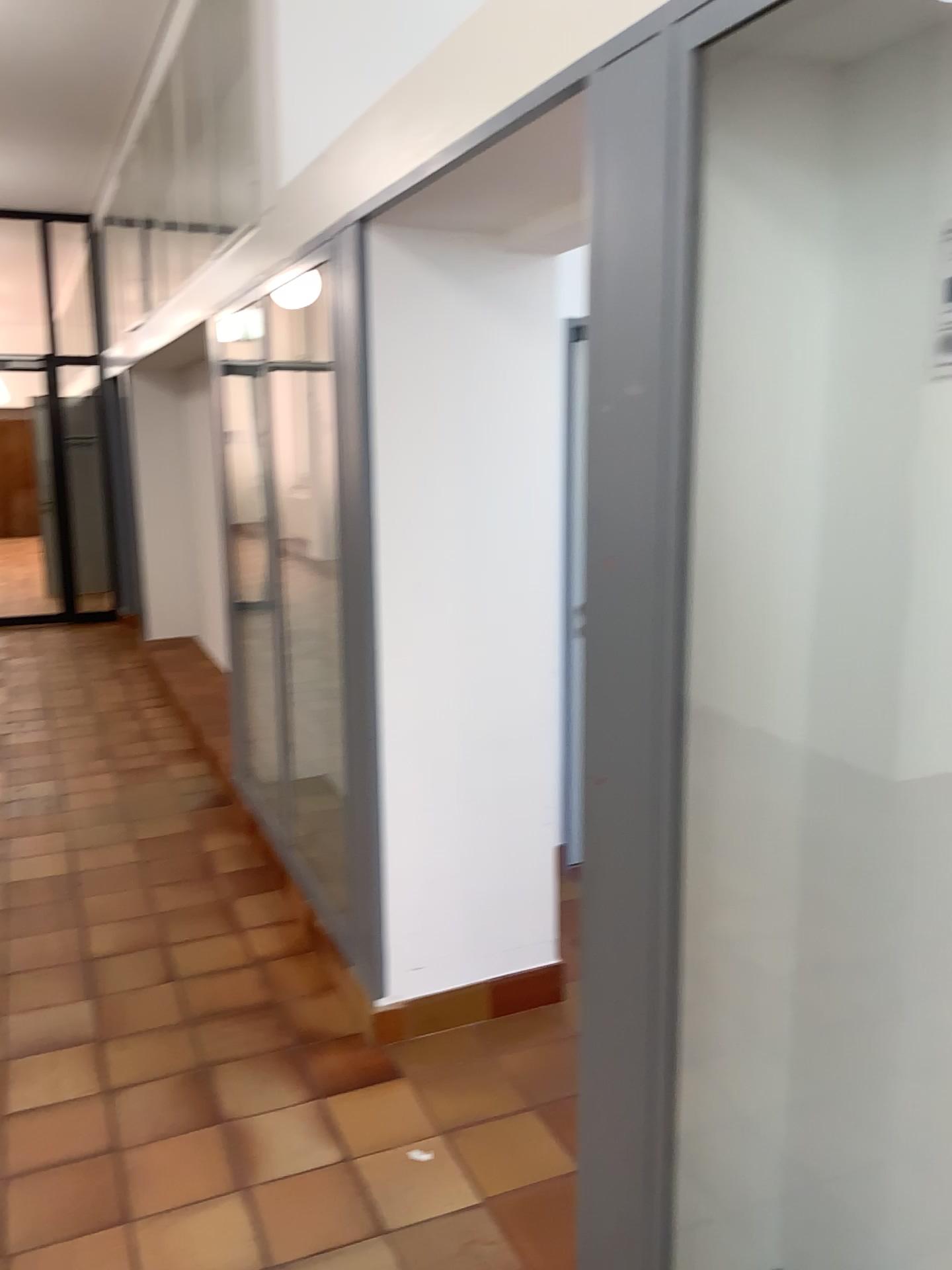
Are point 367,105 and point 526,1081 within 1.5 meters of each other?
no
